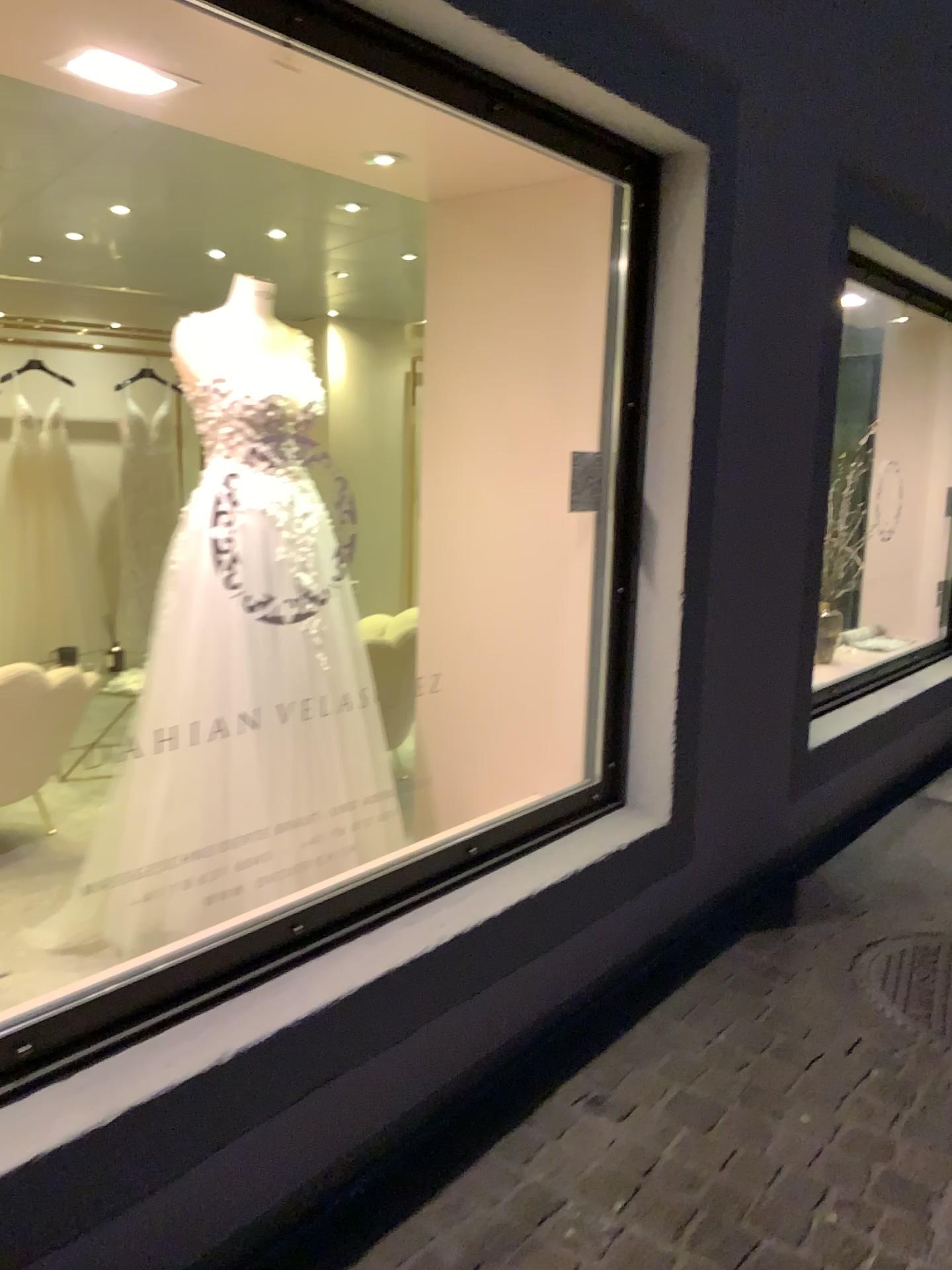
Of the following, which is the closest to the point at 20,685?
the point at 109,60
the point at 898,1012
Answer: the point at 109,60

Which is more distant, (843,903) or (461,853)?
(843,903)

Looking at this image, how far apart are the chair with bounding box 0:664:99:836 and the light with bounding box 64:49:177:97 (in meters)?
1.77

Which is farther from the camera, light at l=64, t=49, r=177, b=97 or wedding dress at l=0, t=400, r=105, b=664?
wedding dress at l=0, t=400, r=105, b=664

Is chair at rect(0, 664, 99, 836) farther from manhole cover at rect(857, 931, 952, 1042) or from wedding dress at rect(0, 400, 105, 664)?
manhole cover at rect(857, 931, 952, 1042)

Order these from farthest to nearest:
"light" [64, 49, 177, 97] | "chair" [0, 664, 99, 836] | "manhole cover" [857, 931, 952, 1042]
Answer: "chair" [0, 664, 99, 836], "manhole cover" [857, 931, 952, 1042], "light" [64, 49, 177, 97]

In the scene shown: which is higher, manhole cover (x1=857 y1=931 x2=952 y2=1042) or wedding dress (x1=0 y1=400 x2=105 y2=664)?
wedding dress (x1=0 y1=400 x2=105 y2=664)

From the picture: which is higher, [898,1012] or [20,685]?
[20,685]

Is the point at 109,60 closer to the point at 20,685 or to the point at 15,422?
the point at 20,685

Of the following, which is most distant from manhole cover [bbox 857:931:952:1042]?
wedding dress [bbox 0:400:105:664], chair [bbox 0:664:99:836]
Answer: wedding dress [bbox 0:400:105:664]
